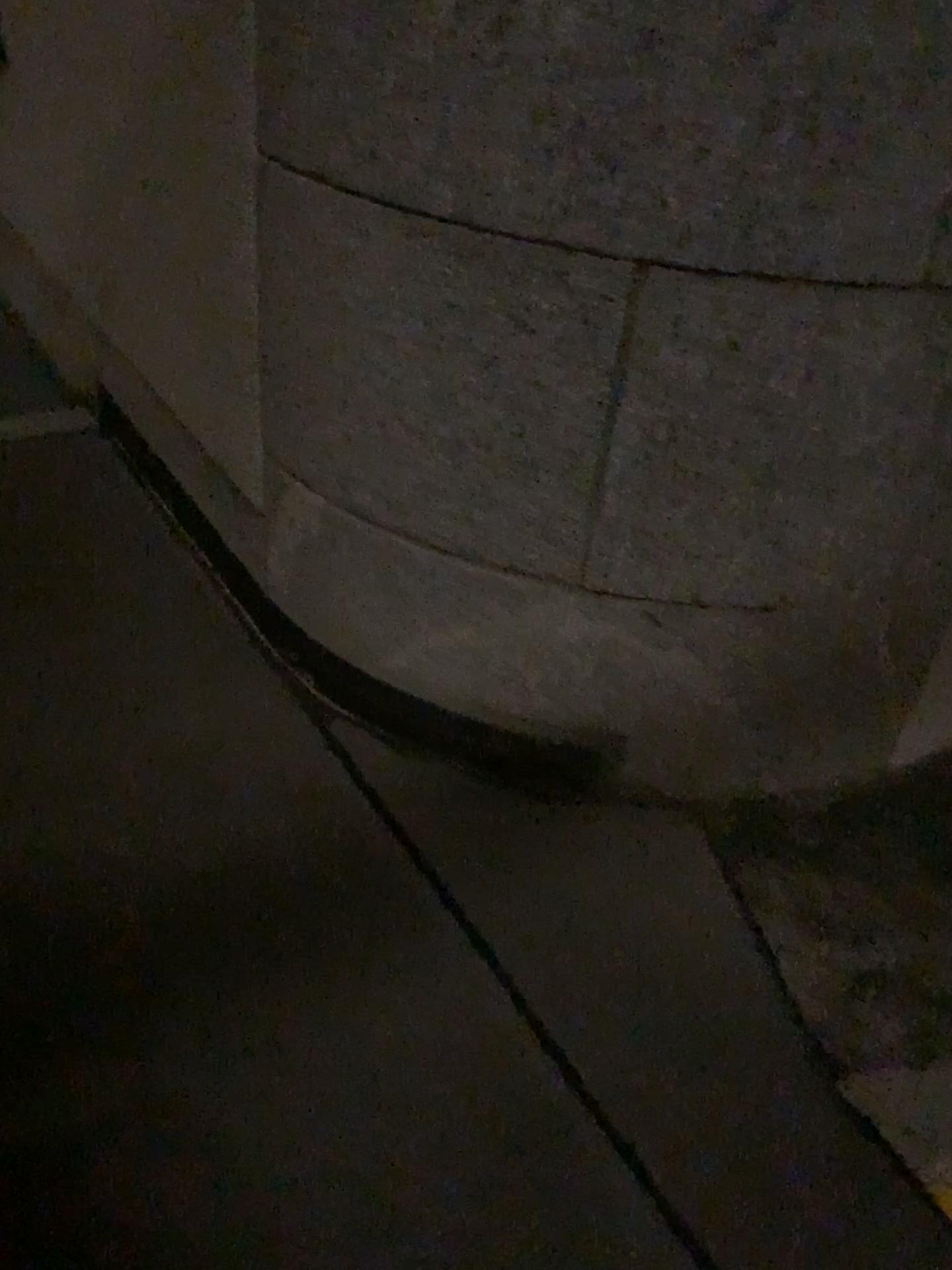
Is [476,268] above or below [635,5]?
below

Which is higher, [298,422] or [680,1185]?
[298,422]

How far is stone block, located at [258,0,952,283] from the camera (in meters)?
1.21

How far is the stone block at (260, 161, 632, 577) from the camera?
1.4m

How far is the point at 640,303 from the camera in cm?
139

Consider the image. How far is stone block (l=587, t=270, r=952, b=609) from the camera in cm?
139

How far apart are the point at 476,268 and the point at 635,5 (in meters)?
0.37
